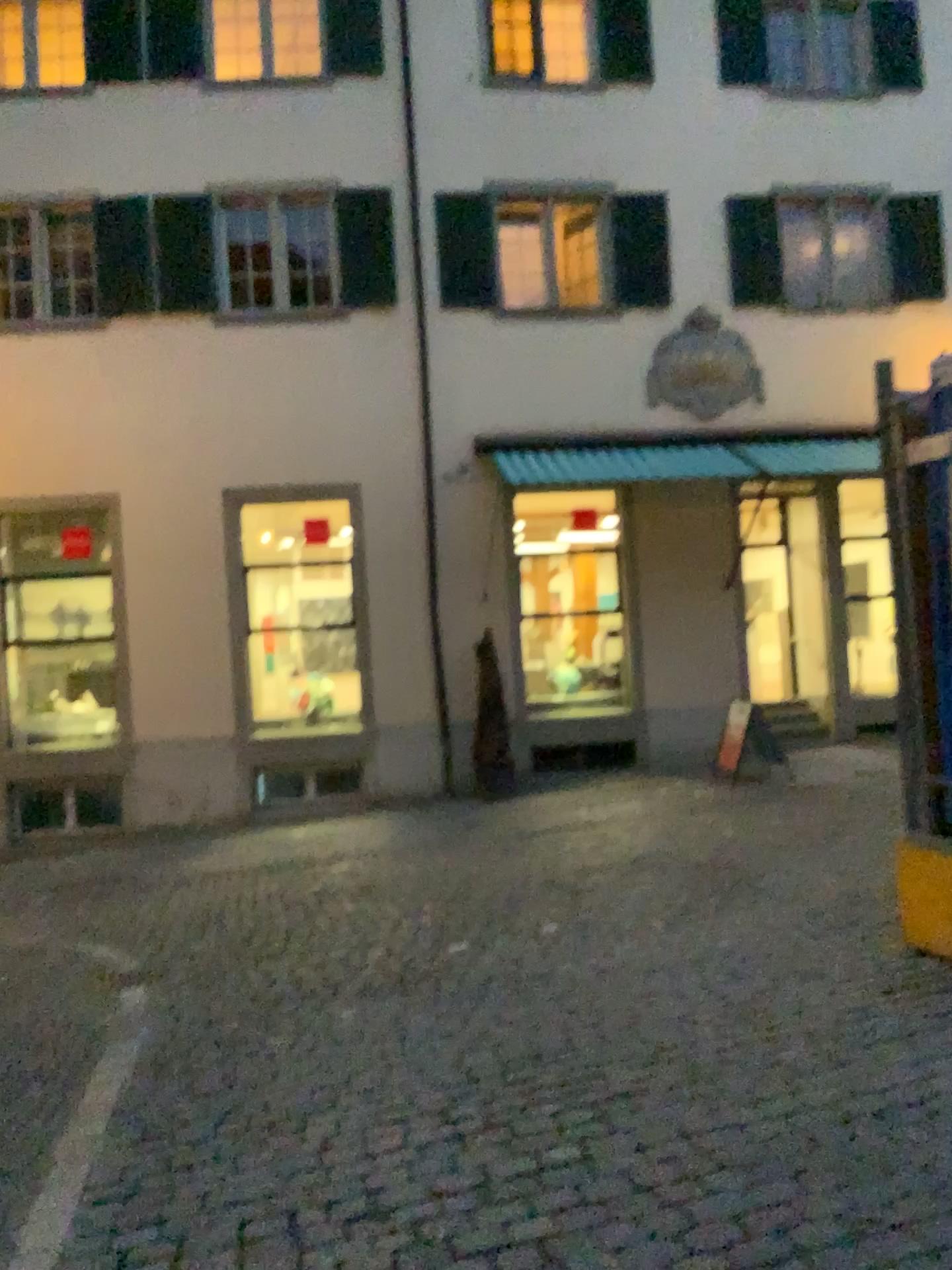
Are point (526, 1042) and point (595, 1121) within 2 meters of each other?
yes
